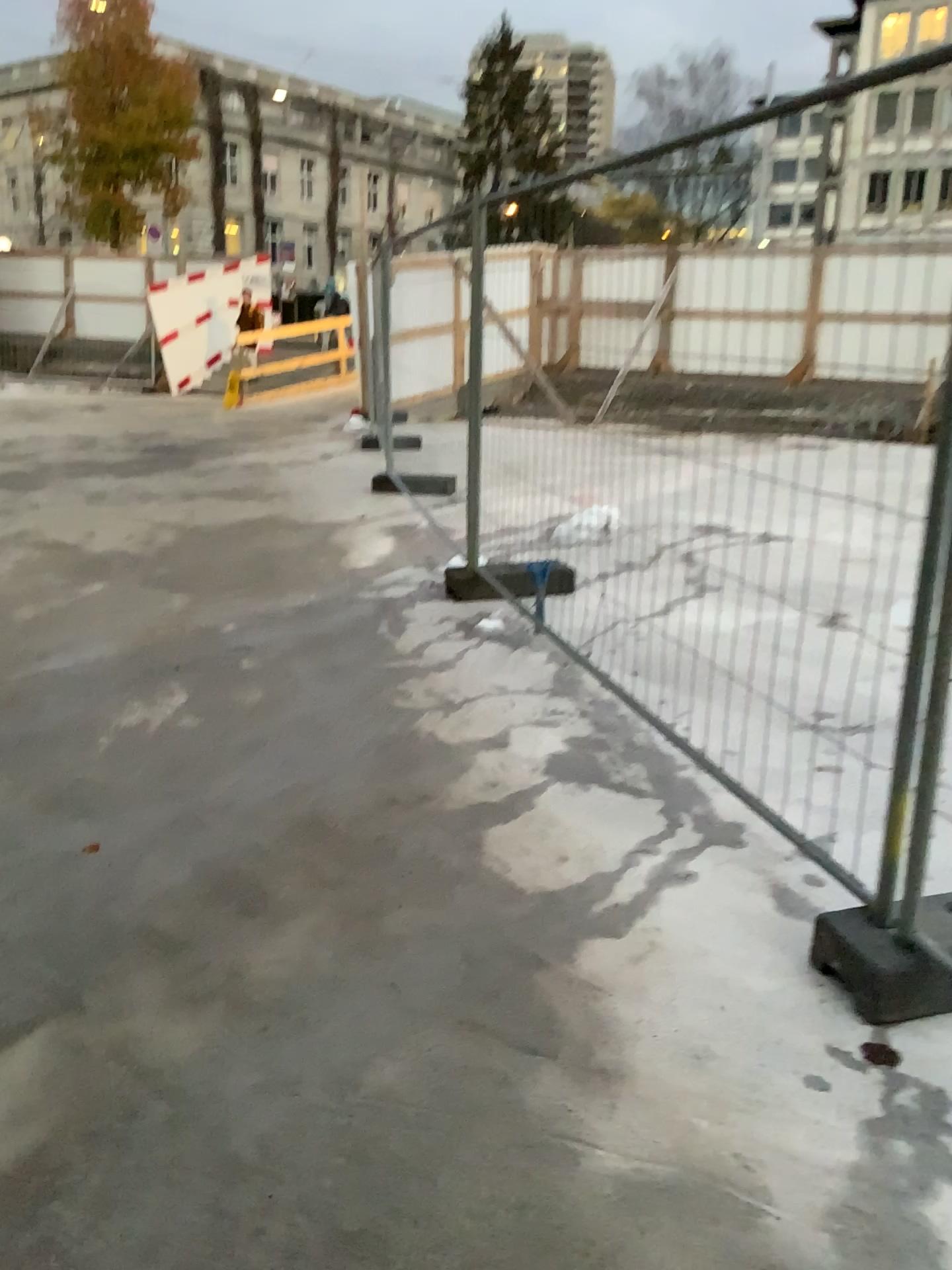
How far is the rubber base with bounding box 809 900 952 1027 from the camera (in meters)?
2.29

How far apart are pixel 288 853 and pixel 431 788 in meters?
0.6

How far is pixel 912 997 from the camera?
2.3 meters
